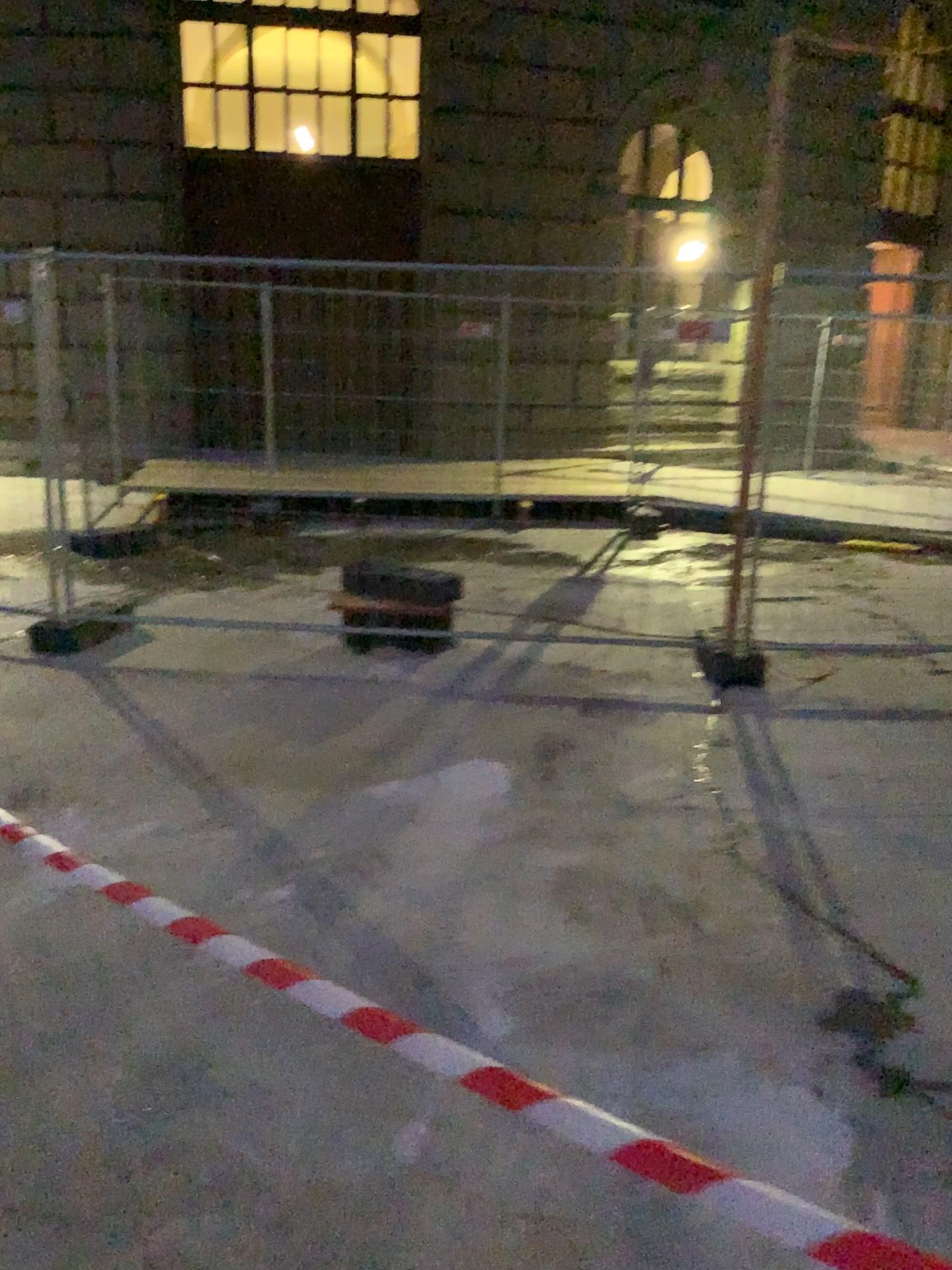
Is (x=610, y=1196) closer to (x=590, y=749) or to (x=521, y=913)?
(x=521, y=913)
